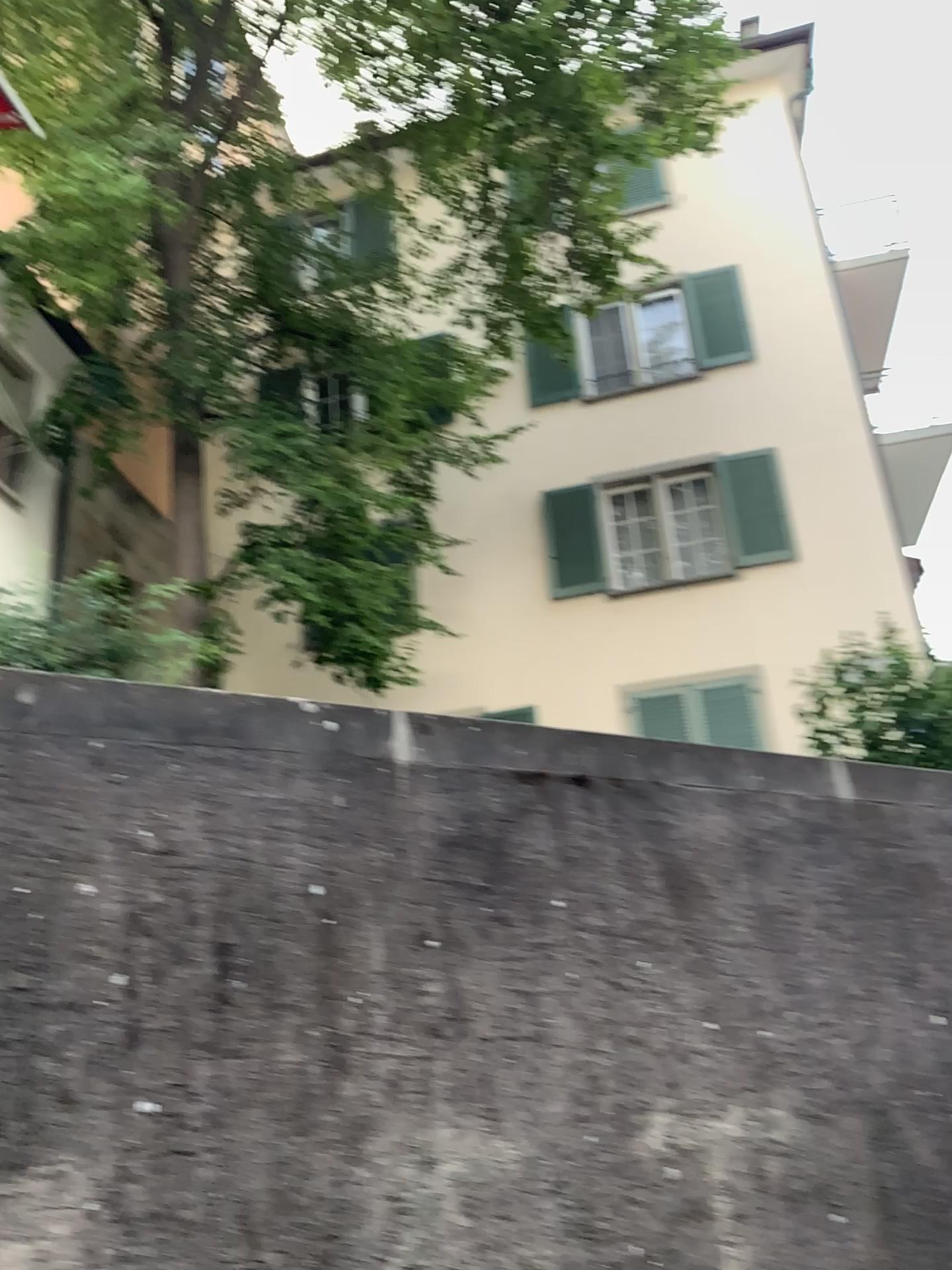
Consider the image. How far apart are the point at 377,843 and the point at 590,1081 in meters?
0.8 m
